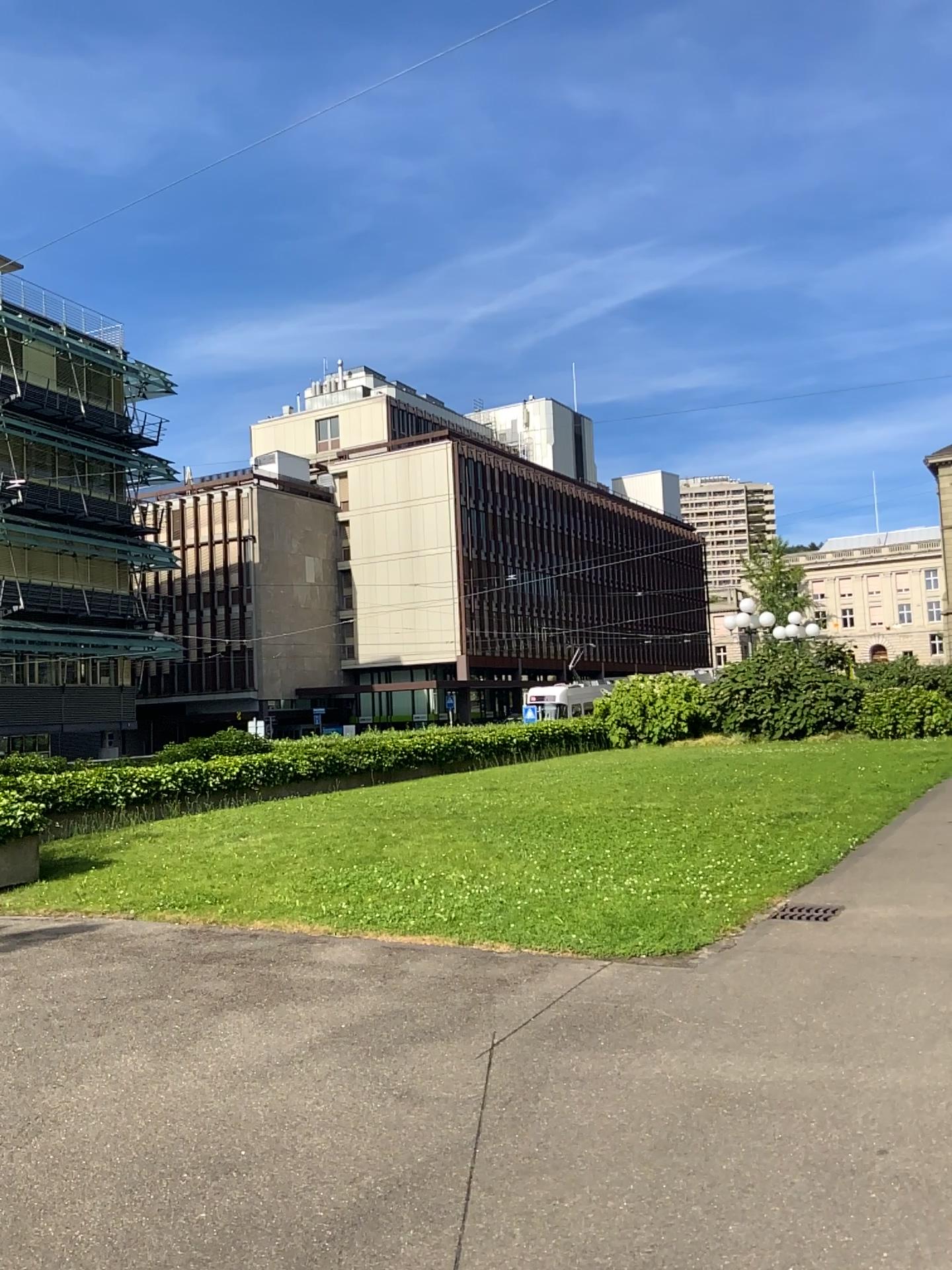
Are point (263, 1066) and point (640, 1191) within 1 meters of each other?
no
